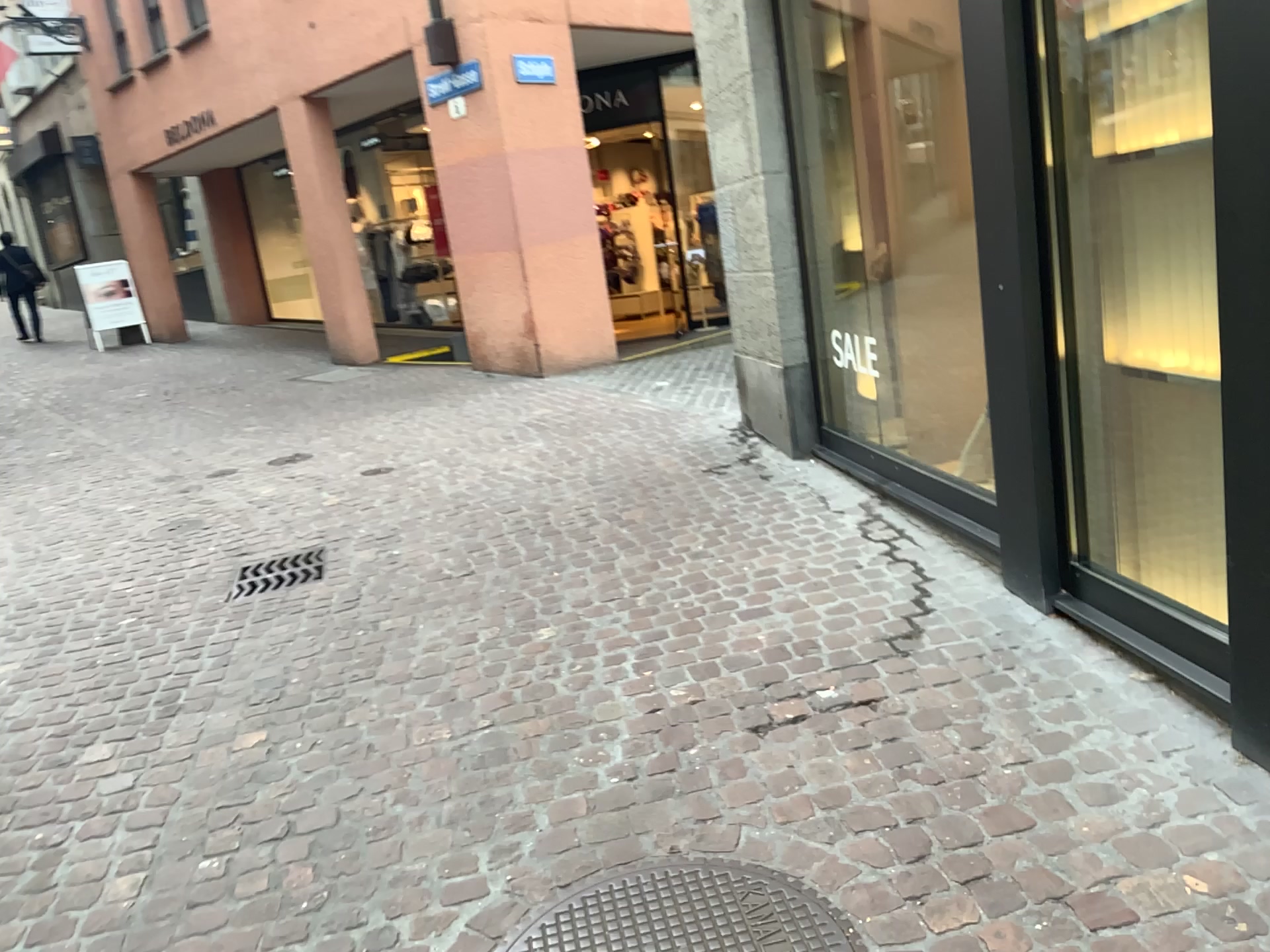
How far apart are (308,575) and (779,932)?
3.0 meters

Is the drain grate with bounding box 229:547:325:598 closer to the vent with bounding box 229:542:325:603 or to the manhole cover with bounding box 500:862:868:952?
the vent with bounding box 229:542:325:603

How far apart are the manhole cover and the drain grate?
2.7 meters

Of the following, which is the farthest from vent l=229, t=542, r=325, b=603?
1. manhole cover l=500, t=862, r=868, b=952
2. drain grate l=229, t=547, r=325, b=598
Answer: manhole cover l=500, t=862, r=868, b=952

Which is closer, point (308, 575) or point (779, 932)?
point (779, 932)

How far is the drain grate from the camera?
4.50m

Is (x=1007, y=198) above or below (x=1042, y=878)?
above

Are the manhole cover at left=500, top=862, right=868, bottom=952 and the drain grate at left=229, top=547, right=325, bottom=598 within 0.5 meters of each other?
no

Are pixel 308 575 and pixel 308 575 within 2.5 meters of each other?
yes

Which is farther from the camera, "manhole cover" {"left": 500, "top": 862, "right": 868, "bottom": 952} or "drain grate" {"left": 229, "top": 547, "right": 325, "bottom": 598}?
"drain grate" {"left": 229, "top": 547, "right": 325, "bottom": 598}
